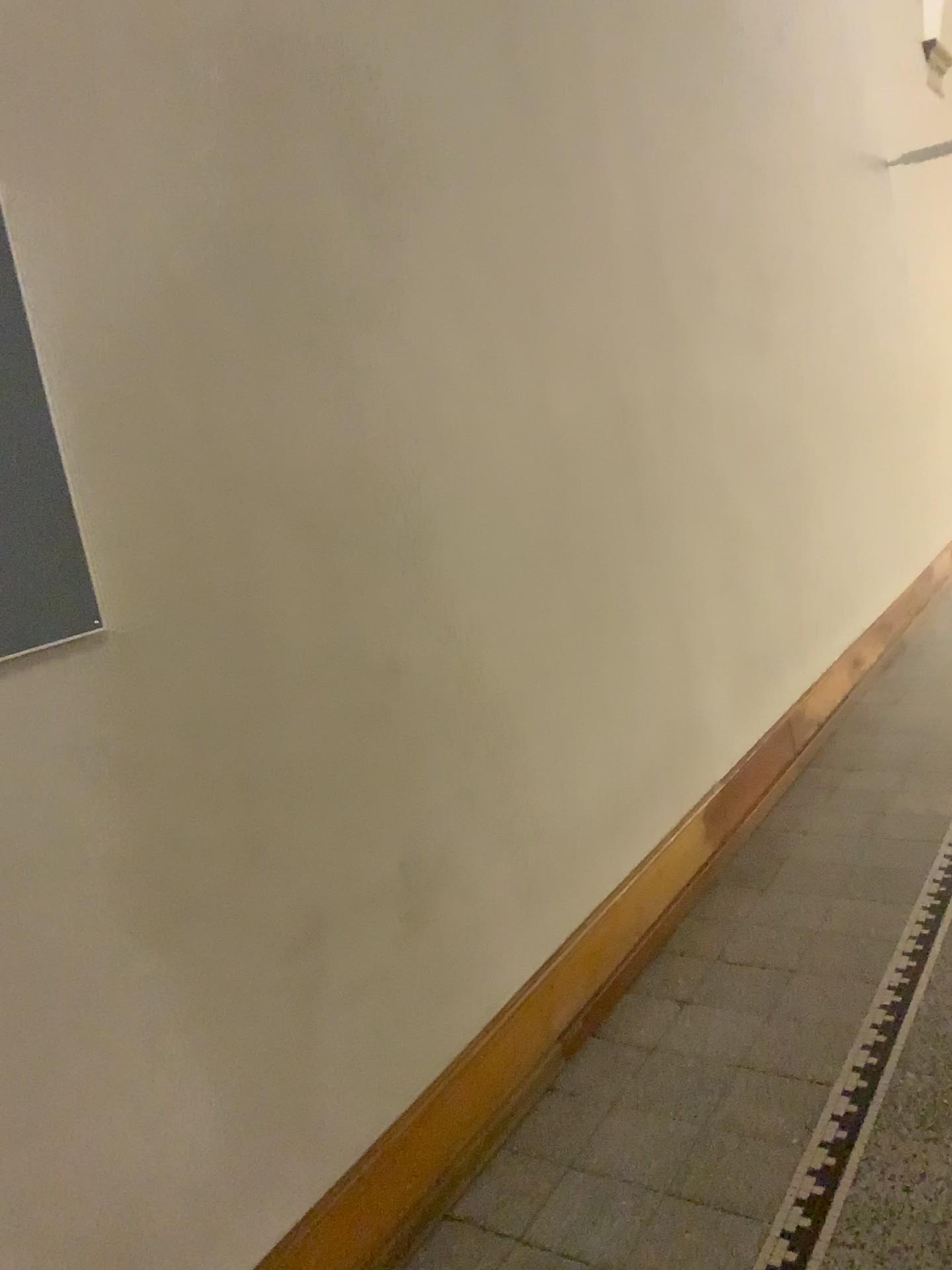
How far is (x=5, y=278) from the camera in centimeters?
133cm

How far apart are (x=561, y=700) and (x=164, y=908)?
1.21m

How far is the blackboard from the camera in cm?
133
